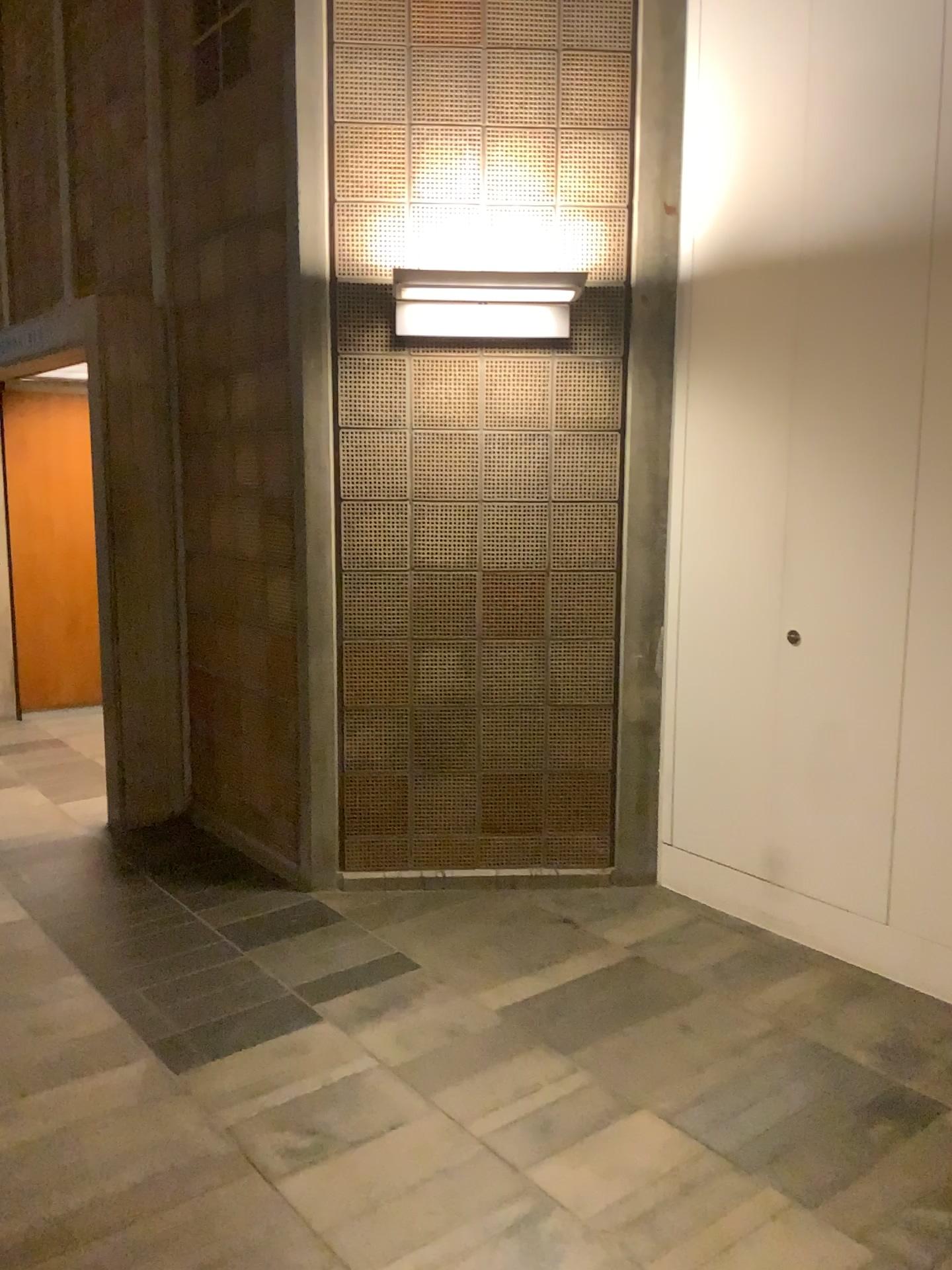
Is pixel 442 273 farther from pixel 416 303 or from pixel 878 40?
pixel 878 40

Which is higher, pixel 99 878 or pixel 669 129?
pixel 669 129

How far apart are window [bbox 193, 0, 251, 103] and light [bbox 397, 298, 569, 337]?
1.18m

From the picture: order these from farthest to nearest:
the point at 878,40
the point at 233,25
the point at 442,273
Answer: the point at 233,25 → the point at 442,273 → the point at 878,40

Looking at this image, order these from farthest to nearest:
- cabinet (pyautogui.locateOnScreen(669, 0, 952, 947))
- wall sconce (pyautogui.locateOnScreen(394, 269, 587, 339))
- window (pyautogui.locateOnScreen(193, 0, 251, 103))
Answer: window (pyautogui.locateOnScreen(193, 0, 251, 103)), wall sconce (pyautogui.locateOnScreen(394, 269, 587, 339)), cabinet (pyautogui.locateOnScreen(669, 0, 952, 947))

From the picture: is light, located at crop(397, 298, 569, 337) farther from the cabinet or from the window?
the window

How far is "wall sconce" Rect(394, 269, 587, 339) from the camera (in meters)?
3.65

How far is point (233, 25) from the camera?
4.0 meters

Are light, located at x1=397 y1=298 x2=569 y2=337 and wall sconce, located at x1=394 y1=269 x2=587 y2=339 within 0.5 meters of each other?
yes

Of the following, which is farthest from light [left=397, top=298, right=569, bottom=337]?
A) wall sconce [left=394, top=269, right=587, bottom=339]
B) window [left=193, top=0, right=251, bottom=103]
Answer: window [left=193, top=0, right=251, bottom=103]
